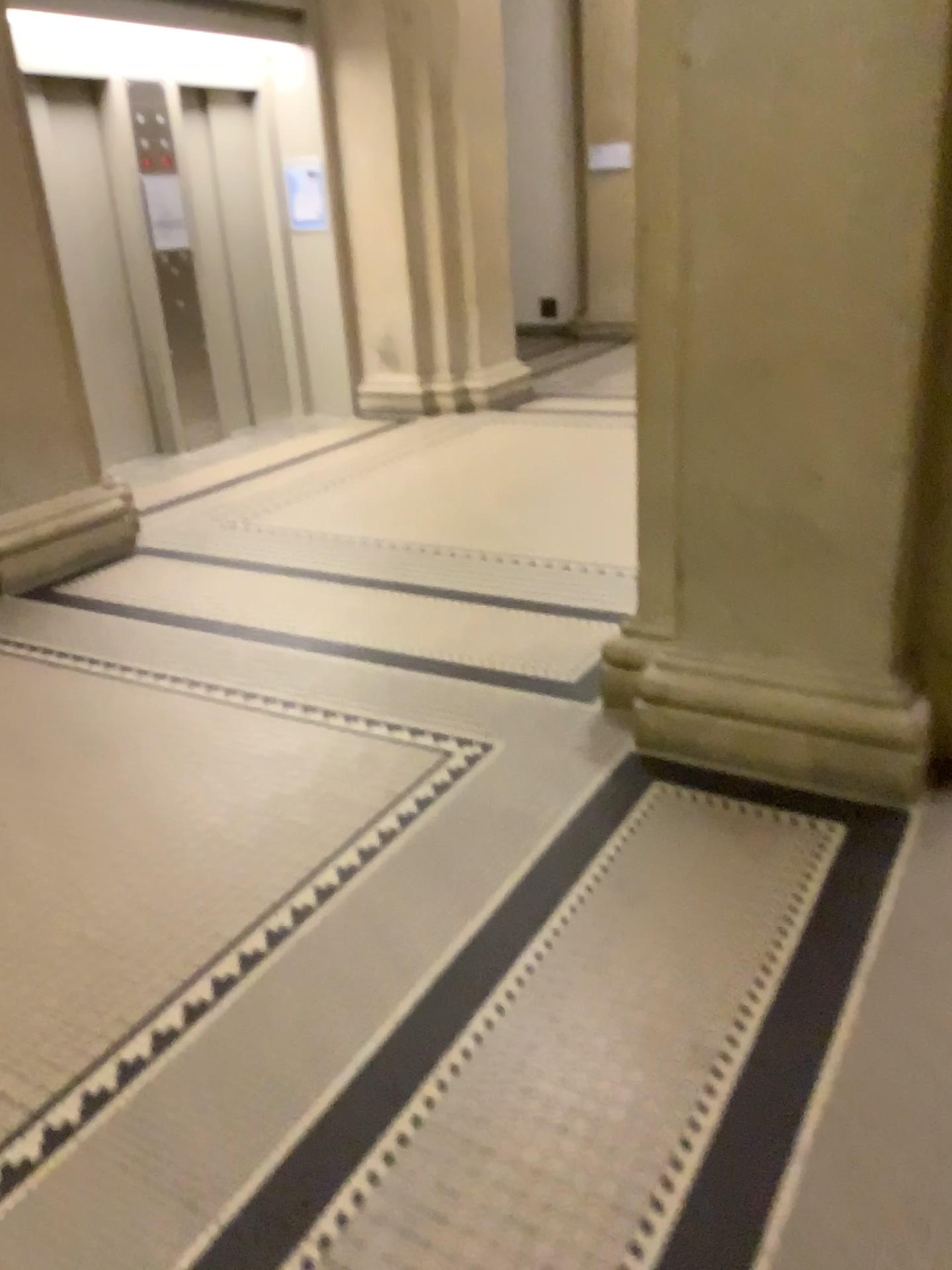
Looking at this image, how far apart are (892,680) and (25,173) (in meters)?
3.91

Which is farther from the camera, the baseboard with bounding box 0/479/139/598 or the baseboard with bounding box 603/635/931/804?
the baseboard with bounding box 0/479/139/598

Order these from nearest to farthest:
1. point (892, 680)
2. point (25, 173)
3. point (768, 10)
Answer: point (768, 10) < point (892, 680) < point (25, 173)

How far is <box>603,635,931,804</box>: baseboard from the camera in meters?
2.4

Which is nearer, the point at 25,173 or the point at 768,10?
the point at 768,10

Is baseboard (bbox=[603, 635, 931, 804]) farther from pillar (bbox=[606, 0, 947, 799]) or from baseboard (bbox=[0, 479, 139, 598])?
baseboard (bbox=[0, 479, 139, 598])

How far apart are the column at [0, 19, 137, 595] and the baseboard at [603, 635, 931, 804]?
2.8 meters

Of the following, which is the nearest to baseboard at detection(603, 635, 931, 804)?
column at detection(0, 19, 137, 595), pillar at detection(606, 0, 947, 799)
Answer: pillar at detection(606, 0, 947, 799)

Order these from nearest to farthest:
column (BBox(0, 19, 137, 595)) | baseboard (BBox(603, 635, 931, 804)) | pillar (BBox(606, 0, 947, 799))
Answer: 1. pillar (BBox(606, 0, 947, 799))
2. baseboard (BBox(603, 635, 931, 804))
3. column (BBox(0, 19, 137, 595))

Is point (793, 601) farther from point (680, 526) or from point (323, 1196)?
point (323, 1196)
